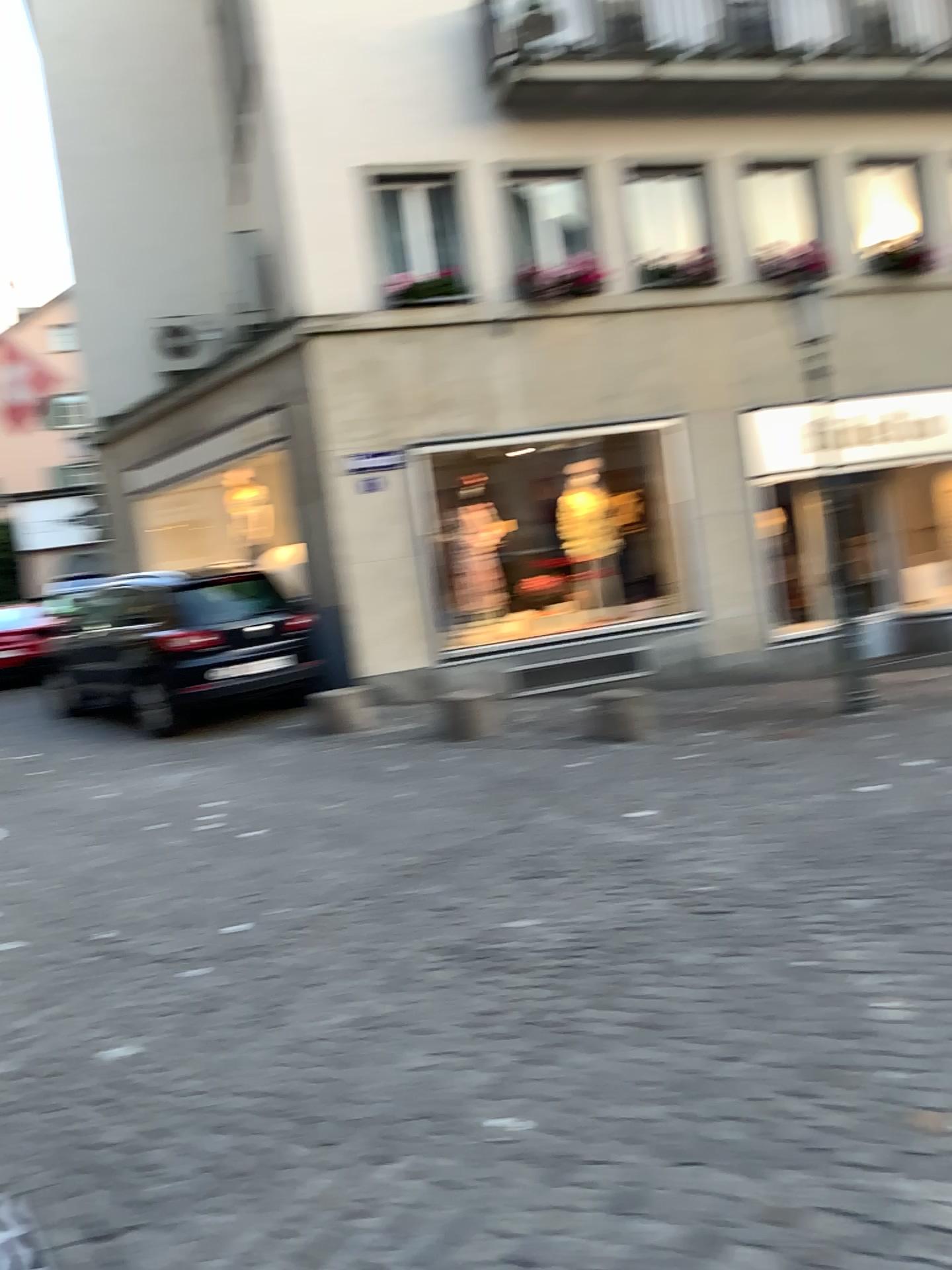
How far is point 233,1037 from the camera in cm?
346
